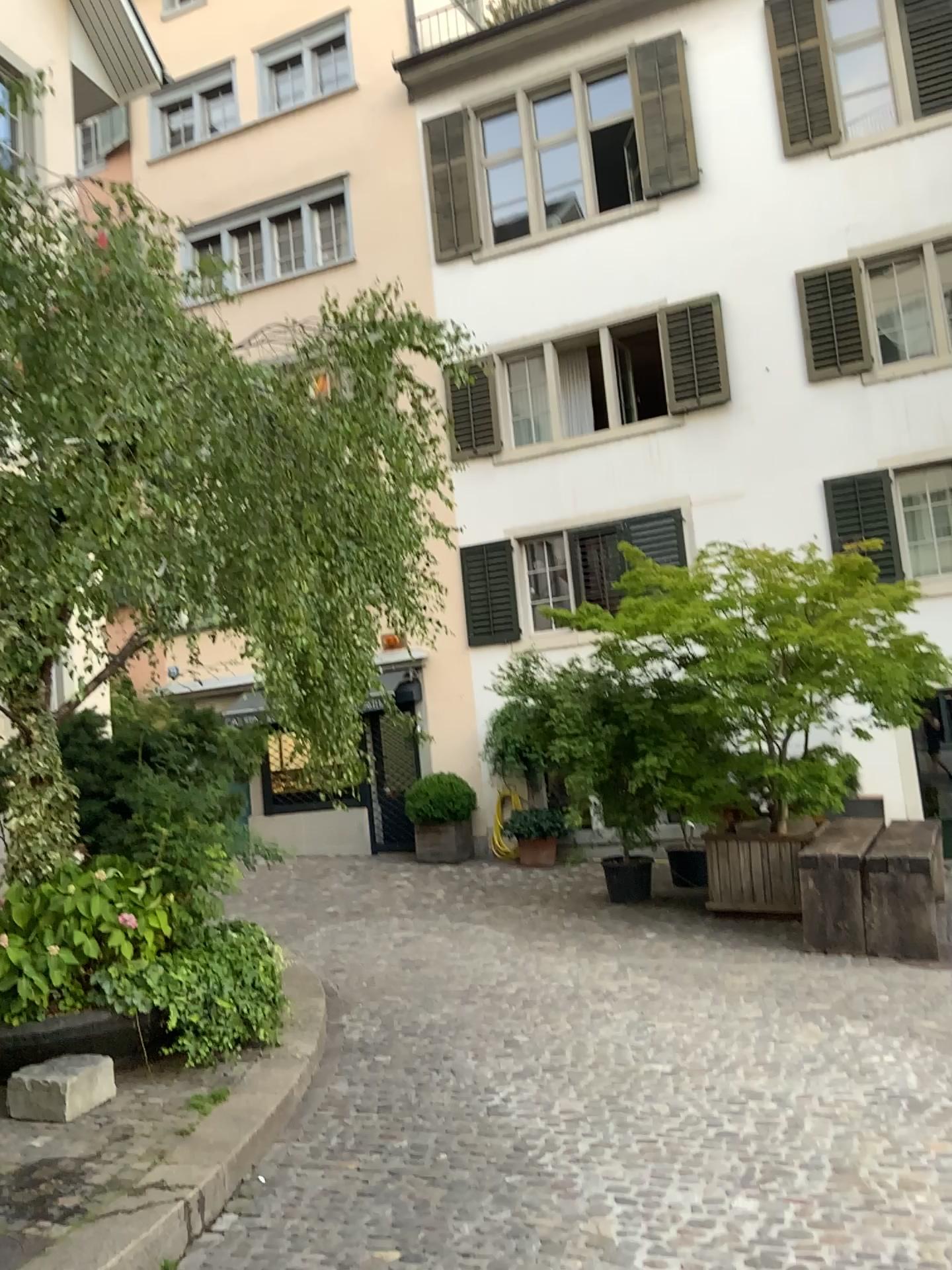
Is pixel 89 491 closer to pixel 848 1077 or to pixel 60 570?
pixel 60 570
